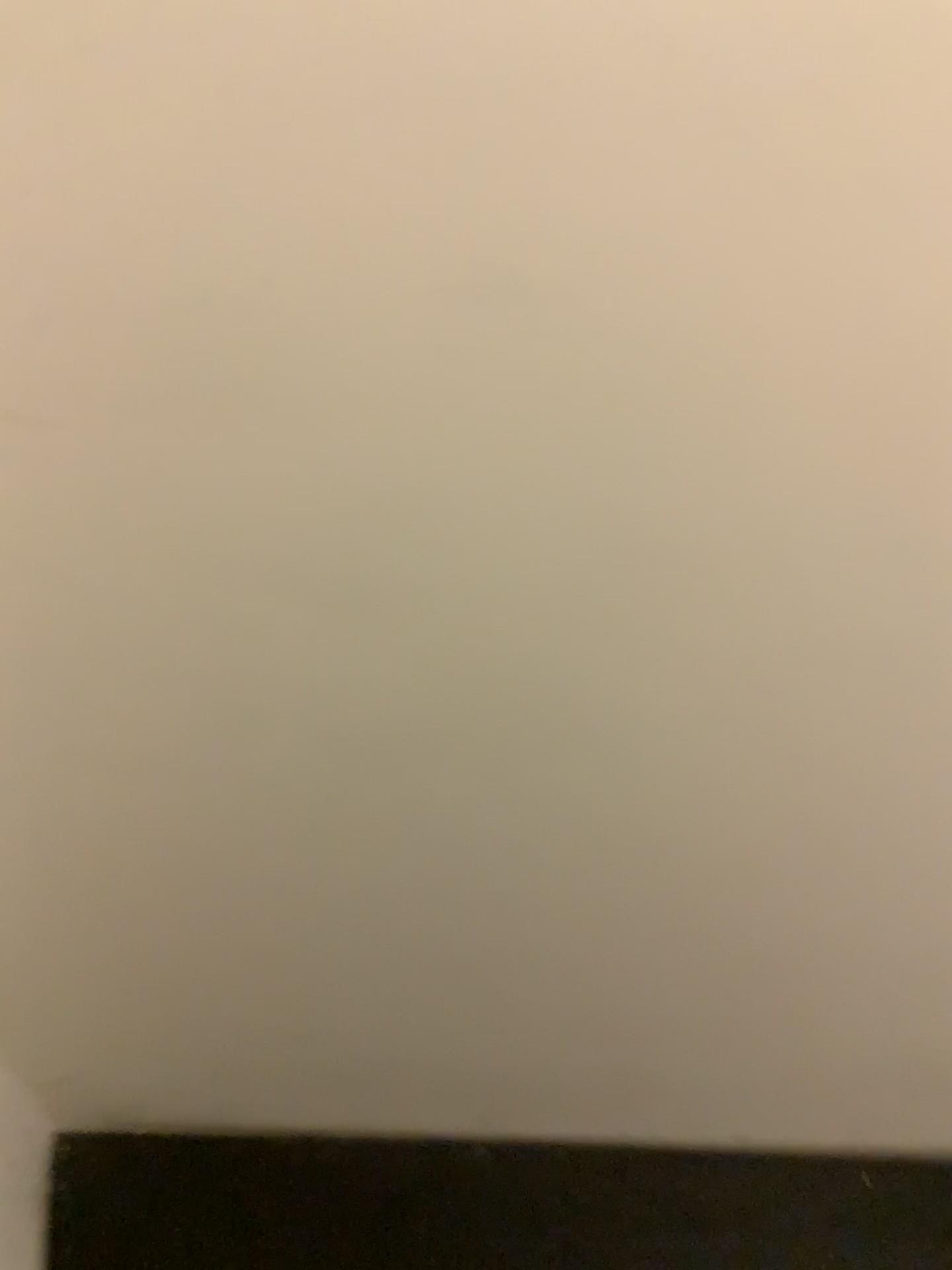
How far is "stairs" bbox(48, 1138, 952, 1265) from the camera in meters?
1.1

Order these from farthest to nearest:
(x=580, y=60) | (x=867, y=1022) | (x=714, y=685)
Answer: (x=867, y=1022), (x=714, y=685), (x=580, y=60)

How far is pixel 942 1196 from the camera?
1.1 meters
